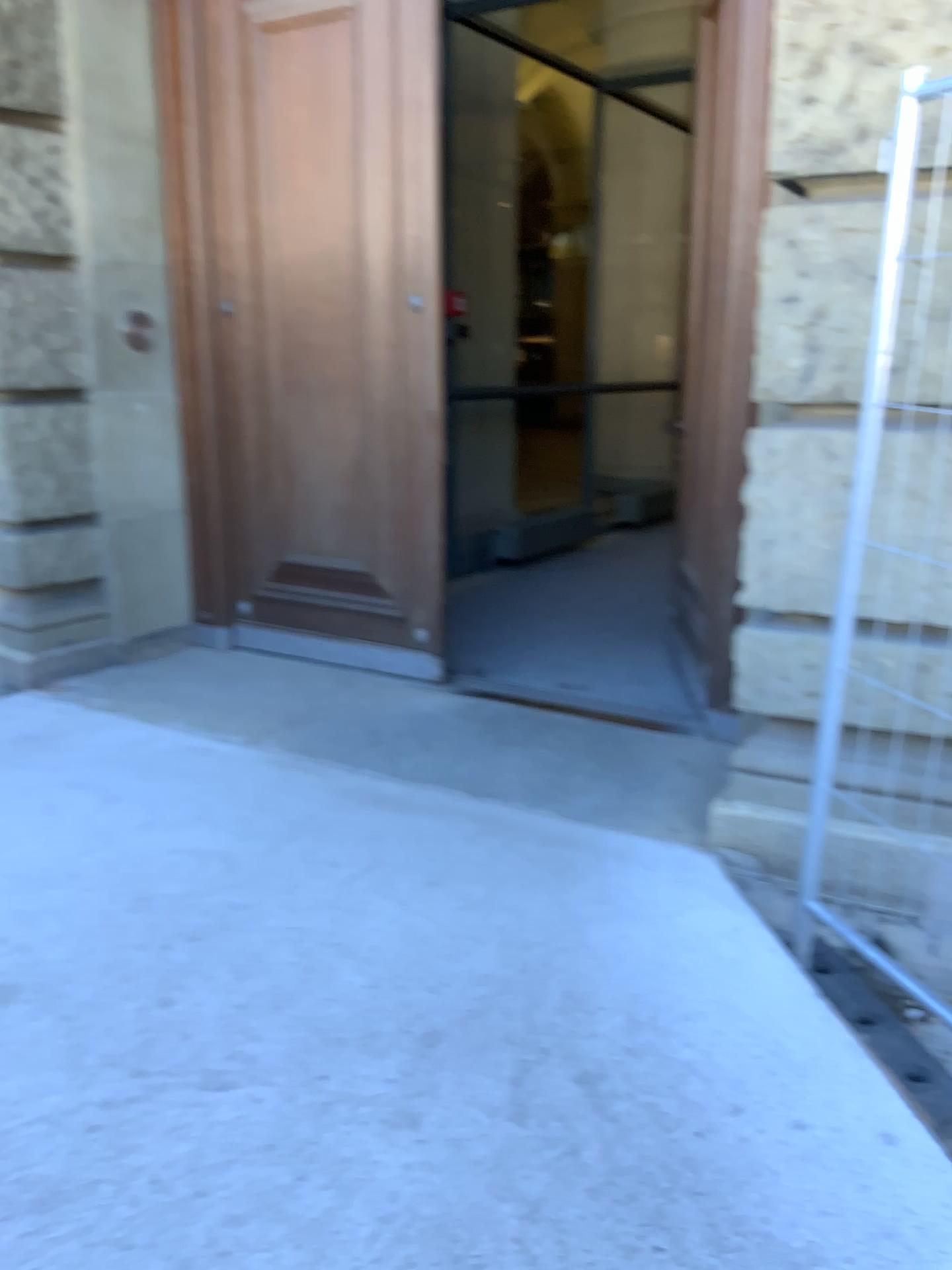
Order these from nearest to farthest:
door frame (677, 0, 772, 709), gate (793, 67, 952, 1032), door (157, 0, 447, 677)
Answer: gate (793, 67, 952, 1032), door frame (677, 0, 772, 709), door (157, 0, 447, 677)

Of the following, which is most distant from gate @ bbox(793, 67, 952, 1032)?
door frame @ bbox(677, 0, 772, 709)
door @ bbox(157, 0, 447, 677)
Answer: door @ bbox(157, 0, 447, 677)

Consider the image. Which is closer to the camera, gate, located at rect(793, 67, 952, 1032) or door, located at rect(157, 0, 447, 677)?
gate, located at rect(793, 67, 952, 1032)

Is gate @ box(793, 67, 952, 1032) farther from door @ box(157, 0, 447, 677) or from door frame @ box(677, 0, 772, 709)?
door @ box(157, 0, 447, 677)

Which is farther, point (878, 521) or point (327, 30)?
point (327, 30)

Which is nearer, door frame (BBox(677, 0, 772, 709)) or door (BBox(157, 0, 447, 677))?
door frame (BBox(677, 0, 772, 709))

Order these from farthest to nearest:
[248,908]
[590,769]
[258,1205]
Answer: [590,769], [248,908], [258,1205]

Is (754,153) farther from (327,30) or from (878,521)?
(327,30)

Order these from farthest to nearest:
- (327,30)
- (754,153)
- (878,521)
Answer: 1. (327,30)
2. (754,153)
3. (878,521)
